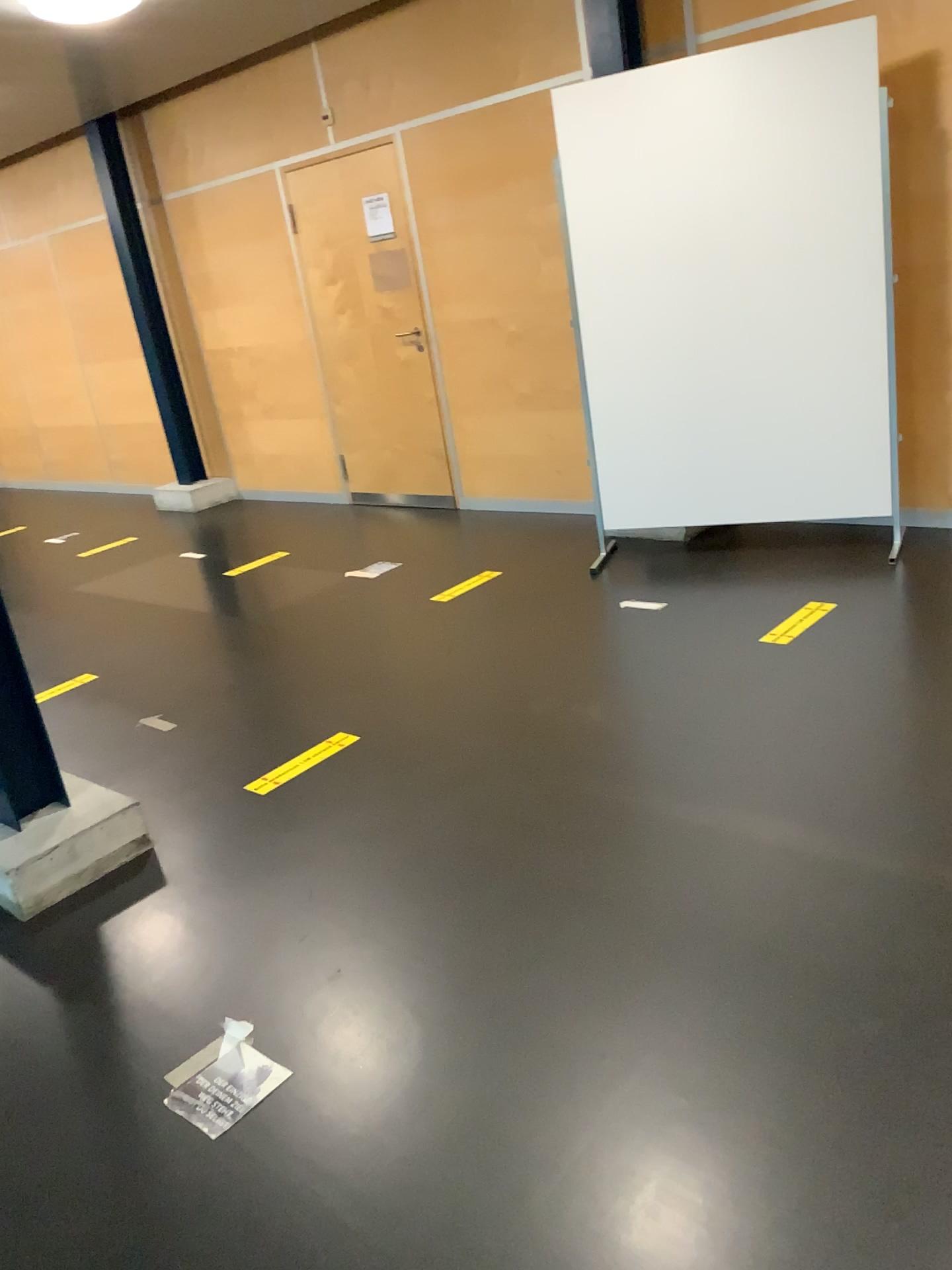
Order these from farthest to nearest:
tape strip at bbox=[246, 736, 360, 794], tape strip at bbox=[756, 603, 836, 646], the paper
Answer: tape strip at bbox=[756, 603, 836, 646] < tape strip at bbox=[246, 736, 360, 794] < the paper

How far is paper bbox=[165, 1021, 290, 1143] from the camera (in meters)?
1.93

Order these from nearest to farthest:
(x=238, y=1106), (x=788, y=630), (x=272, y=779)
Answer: (x=238, y=1106), (x=272, y=779), (x=788, y=630)

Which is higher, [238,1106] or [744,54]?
[744,54]

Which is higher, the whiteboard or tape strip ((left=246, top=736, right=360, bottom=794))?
the whiteboard

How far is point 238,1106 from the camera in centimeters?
193cm

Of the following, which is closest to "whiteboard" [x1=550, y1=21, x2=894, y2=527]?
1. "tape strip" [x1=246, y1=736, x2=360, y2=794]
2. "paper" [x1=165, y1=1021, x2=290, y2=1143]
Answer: "tape strip" [x1=246, y1=736, x2=360, y2=794]

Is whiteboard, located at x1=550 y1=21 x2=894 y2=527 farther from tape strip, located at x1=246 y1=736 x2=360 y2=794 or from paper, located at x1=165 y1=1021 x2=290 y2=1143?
paper, located at x1=165 y1=1021 x2=290 y2=1143

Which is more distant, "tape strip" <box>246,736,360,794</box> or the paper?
"tape strip" <box>246,736,360,794</box>

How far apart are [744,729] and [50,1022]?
1.9m
